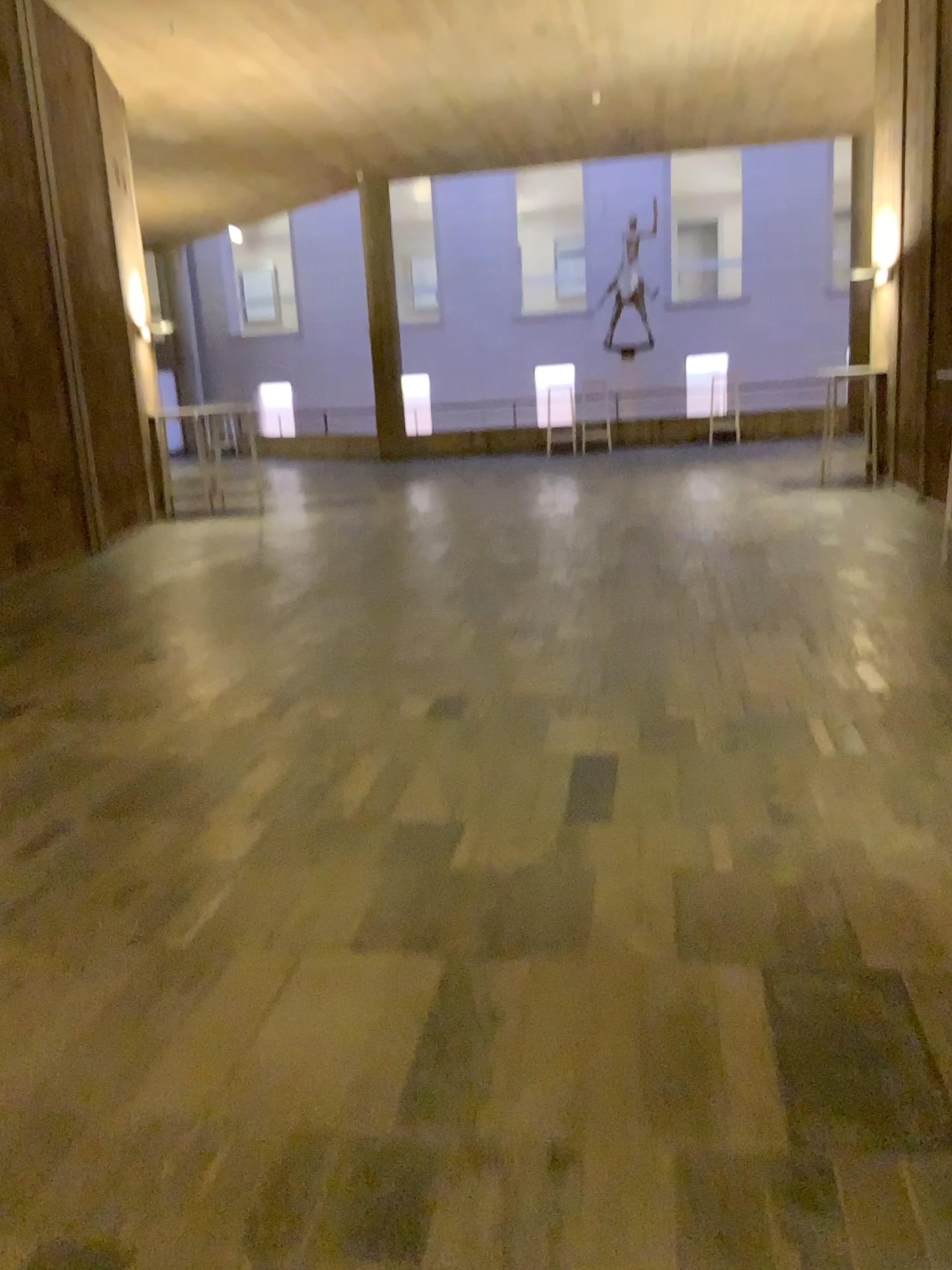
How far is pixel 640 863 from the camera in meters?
2.9 m
